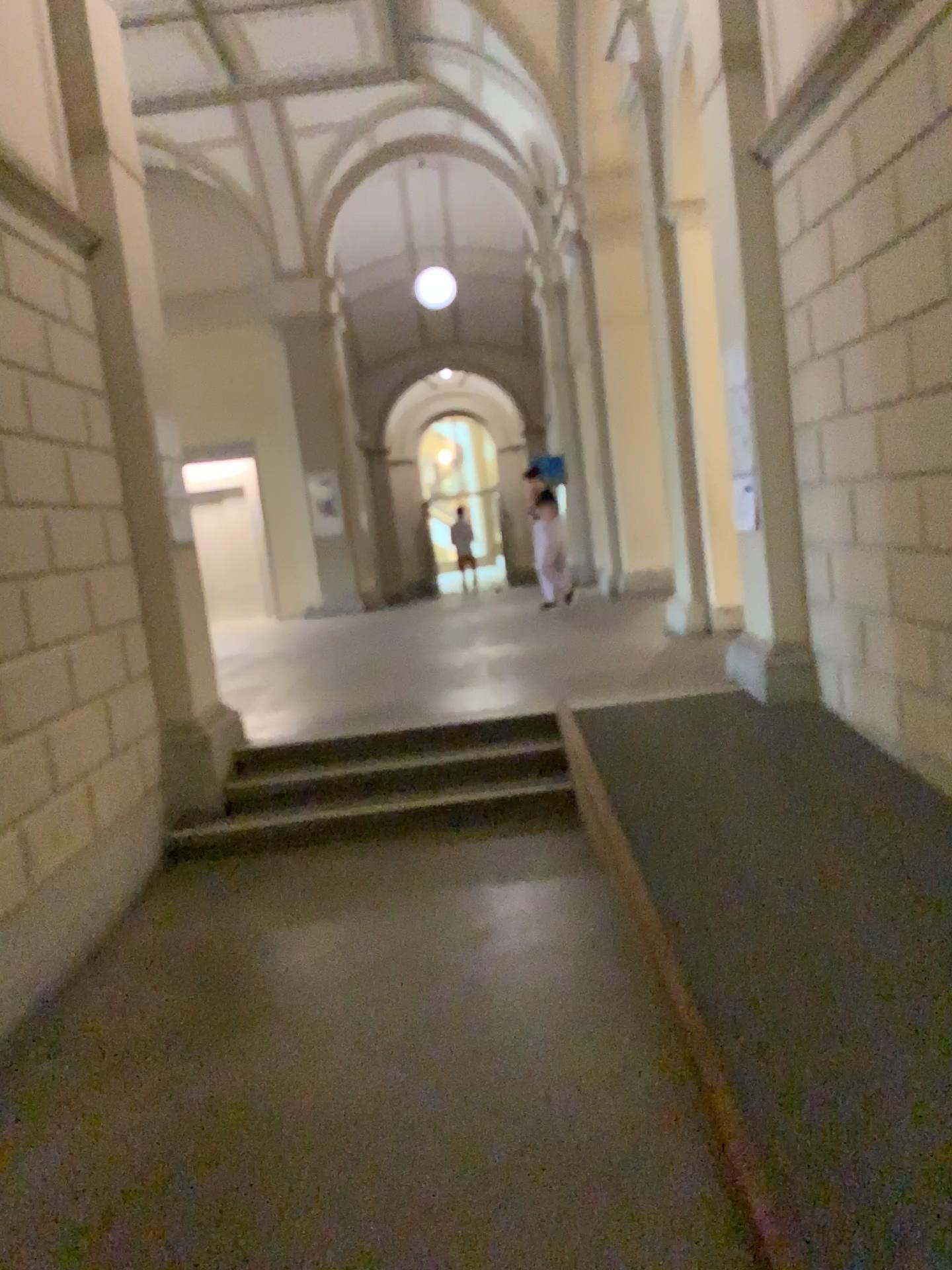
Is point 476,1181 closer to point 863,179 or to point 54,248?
point 863,179
